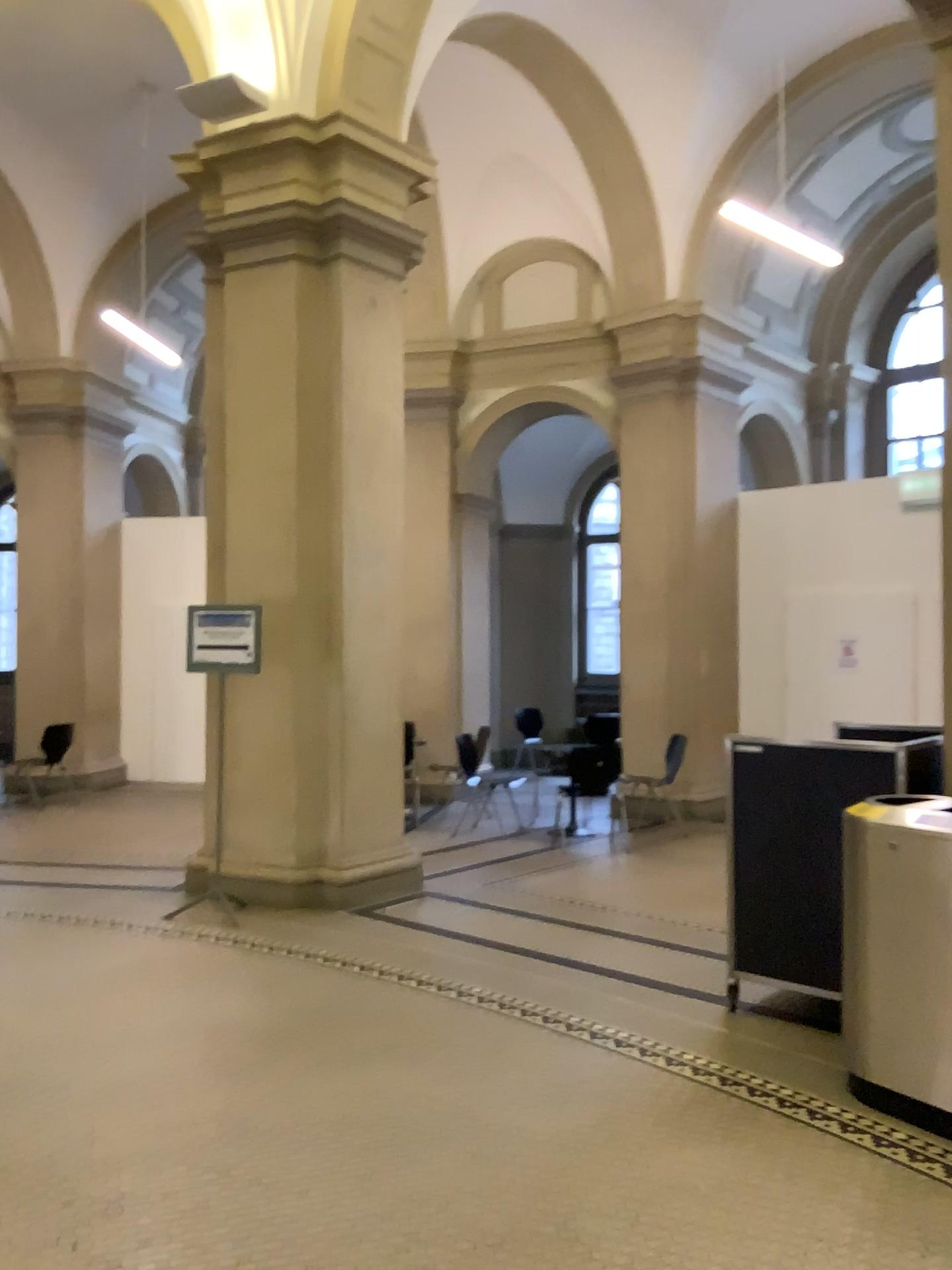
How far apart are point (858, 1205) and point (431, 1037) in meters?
1.7 m
